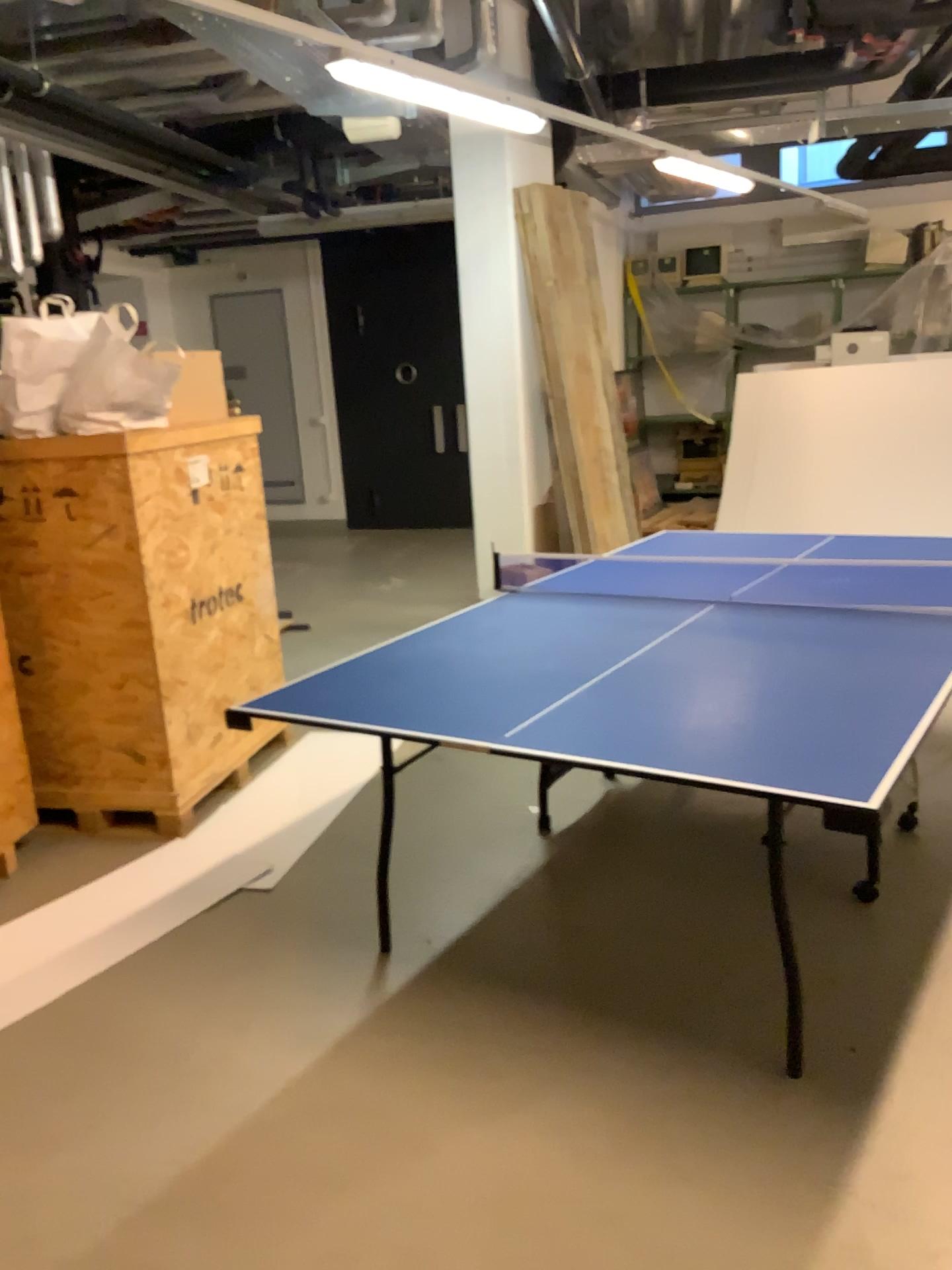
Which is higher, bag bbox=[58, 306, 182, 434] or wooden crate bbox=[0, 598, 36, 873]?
bag bbox=[58, 306, 182, 434]

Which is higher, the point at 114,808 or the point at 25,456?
A: the point at 25,456

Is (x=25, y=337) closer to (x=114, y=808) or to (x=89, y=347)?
(x=89, y=347)

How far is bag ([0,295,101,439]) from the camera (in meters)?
3.39

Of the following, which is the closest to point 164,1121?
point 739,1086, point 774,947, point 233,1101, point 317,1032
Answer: point 233,1101

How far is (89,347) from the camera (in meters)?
3.38

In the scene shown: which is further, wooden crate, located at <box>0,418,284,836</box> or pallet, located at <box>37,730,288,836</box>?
pallet, located at <box>37,730,288,836</box>

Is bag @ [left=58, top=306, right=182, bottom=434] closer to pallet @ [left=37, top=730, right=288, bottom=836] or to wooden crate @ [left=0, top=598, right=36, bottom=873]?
wooden crate @ [left=0, top=598, right=36, bottom=873]

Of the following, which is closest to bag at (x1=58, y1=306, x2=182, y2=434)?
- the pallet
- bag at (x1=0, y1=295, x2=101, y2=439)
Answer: bag at (x1=0, y1=295, x2=101, y2=439)

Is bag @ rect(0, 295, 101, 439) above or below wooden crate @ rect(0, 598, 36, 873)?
above
